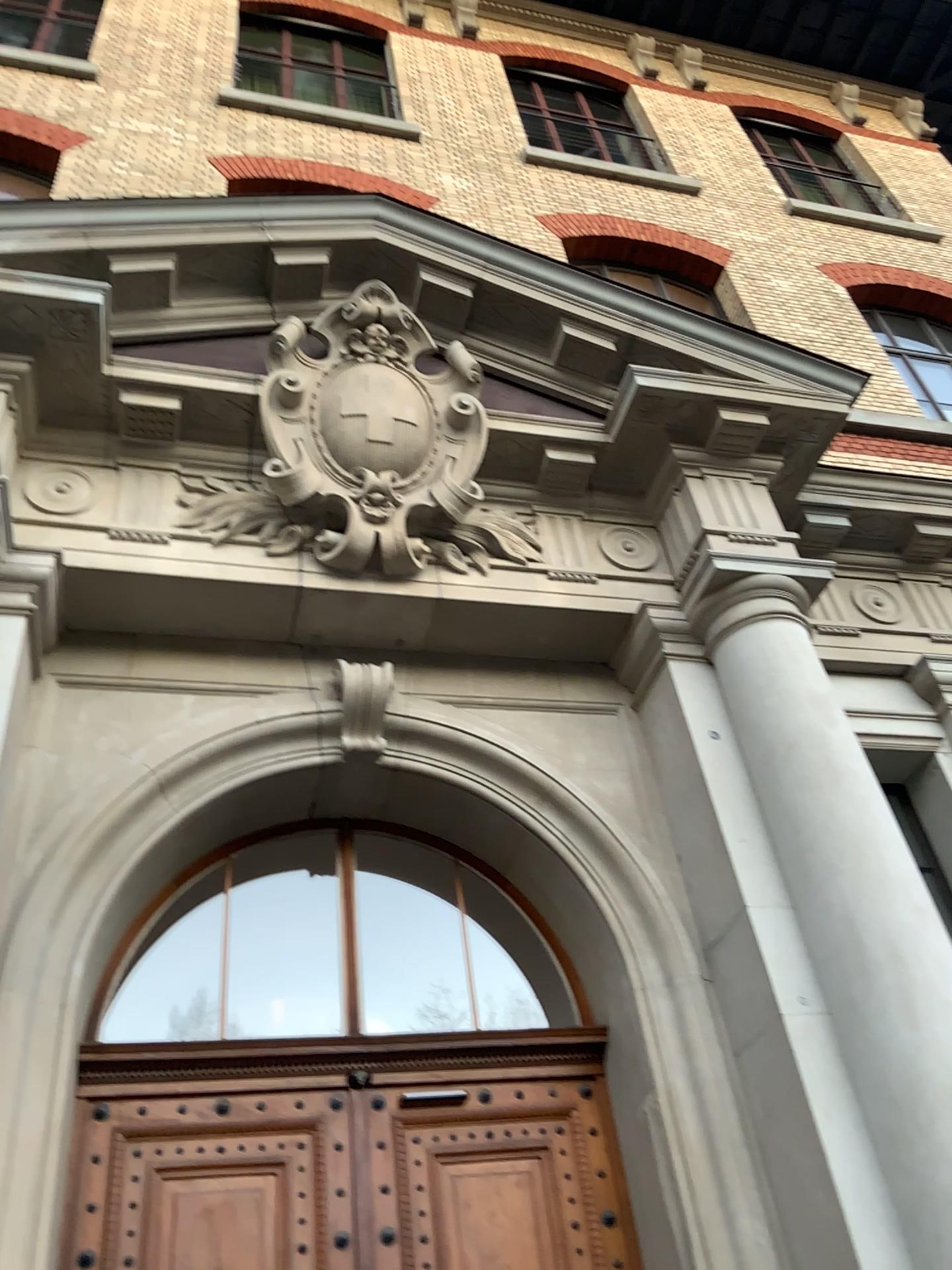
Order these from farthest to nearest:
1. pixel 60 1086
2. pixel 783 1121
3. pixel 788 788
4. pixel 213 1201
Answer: pixel 788 788 < pixel 213 1201 < pixel 783 1121 < pixel 60 1086
